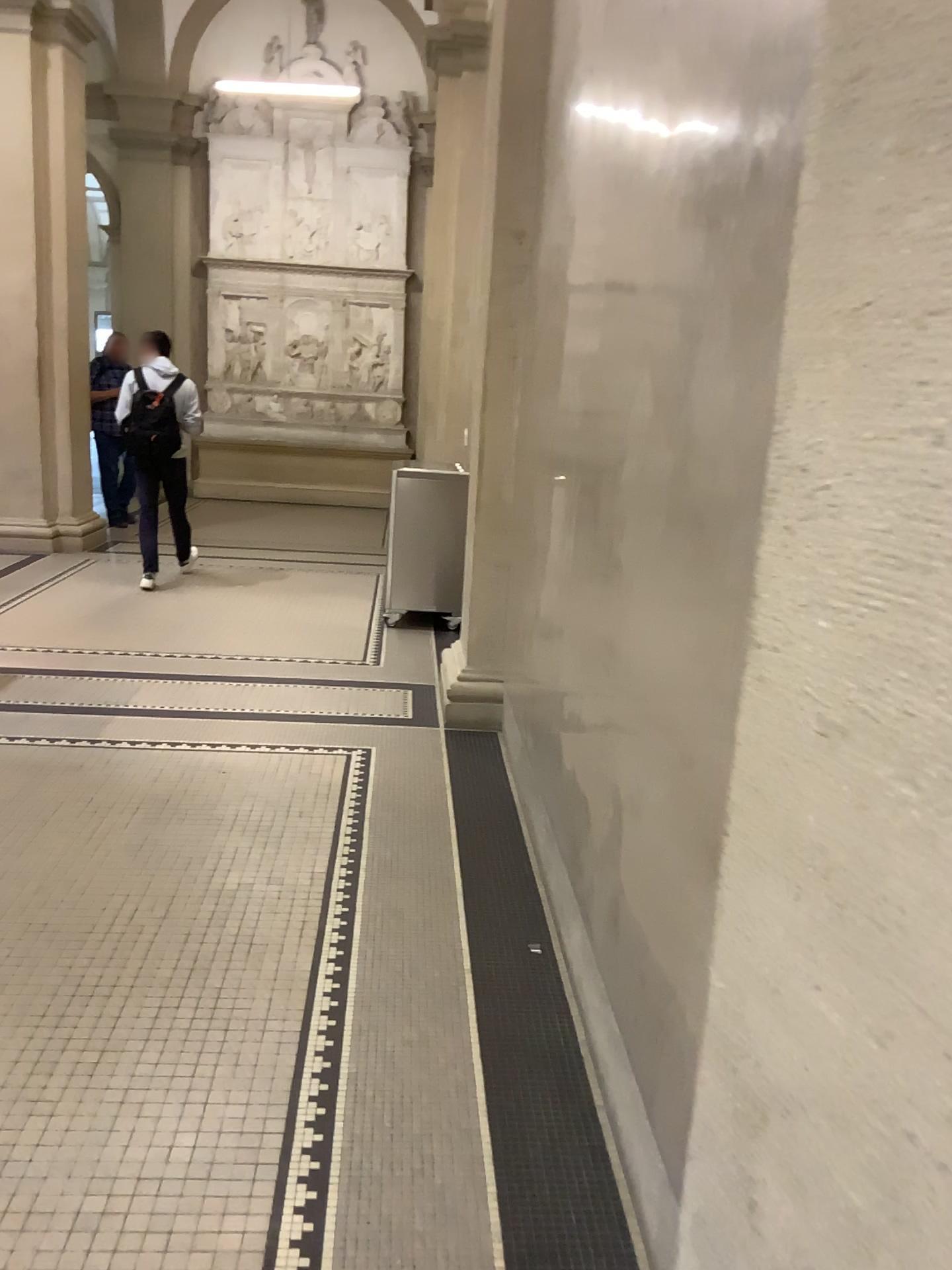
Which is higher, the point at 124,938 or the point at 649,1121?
the point at 649,1121
